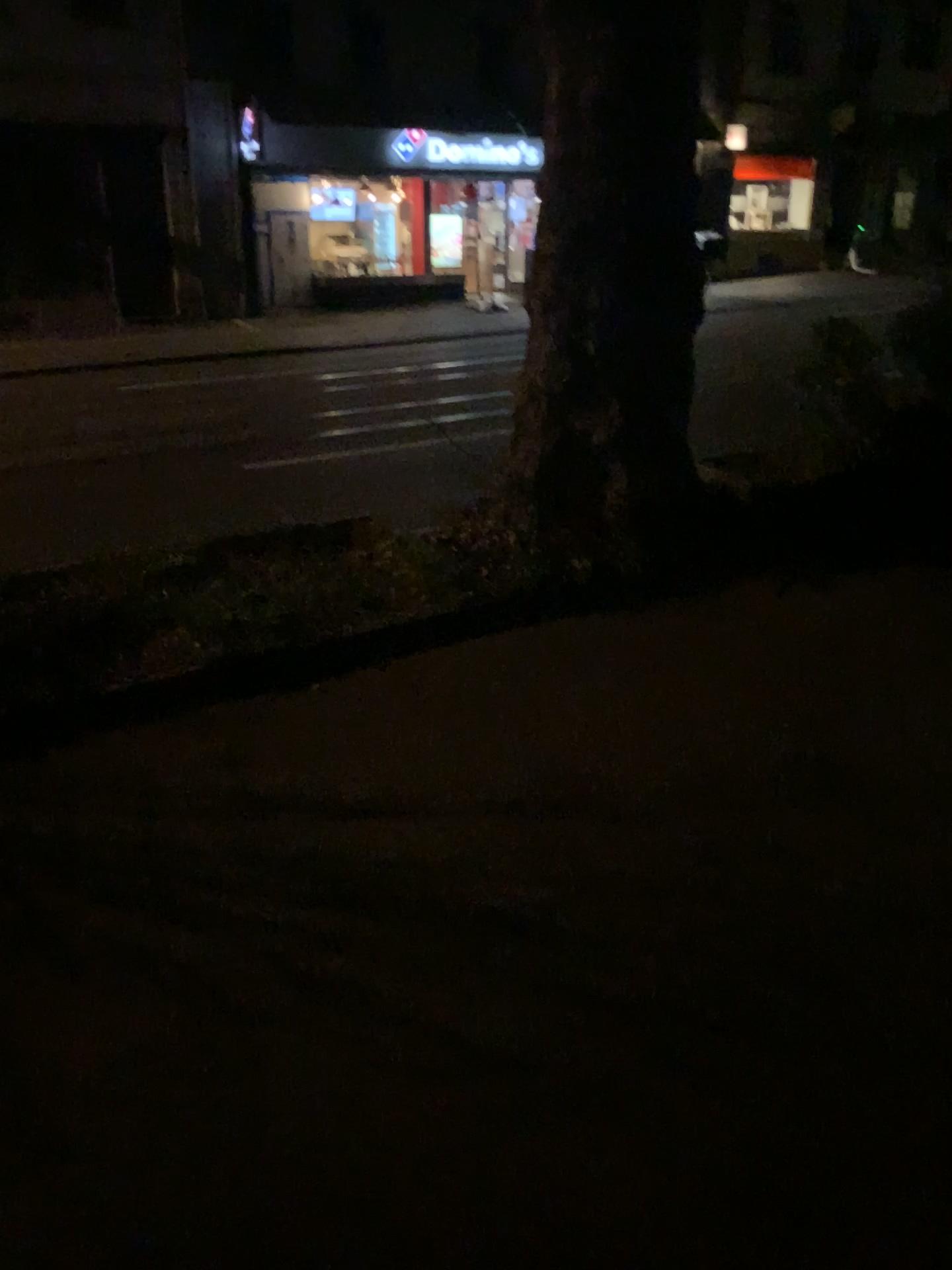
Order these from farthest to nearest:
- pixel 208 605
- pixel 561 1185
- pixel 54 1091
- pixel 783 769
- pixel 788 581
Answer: pixel 788 581 → pixel 208 605 → pixel 783 769 → pixel 54 1091 → pixel 561 1185
